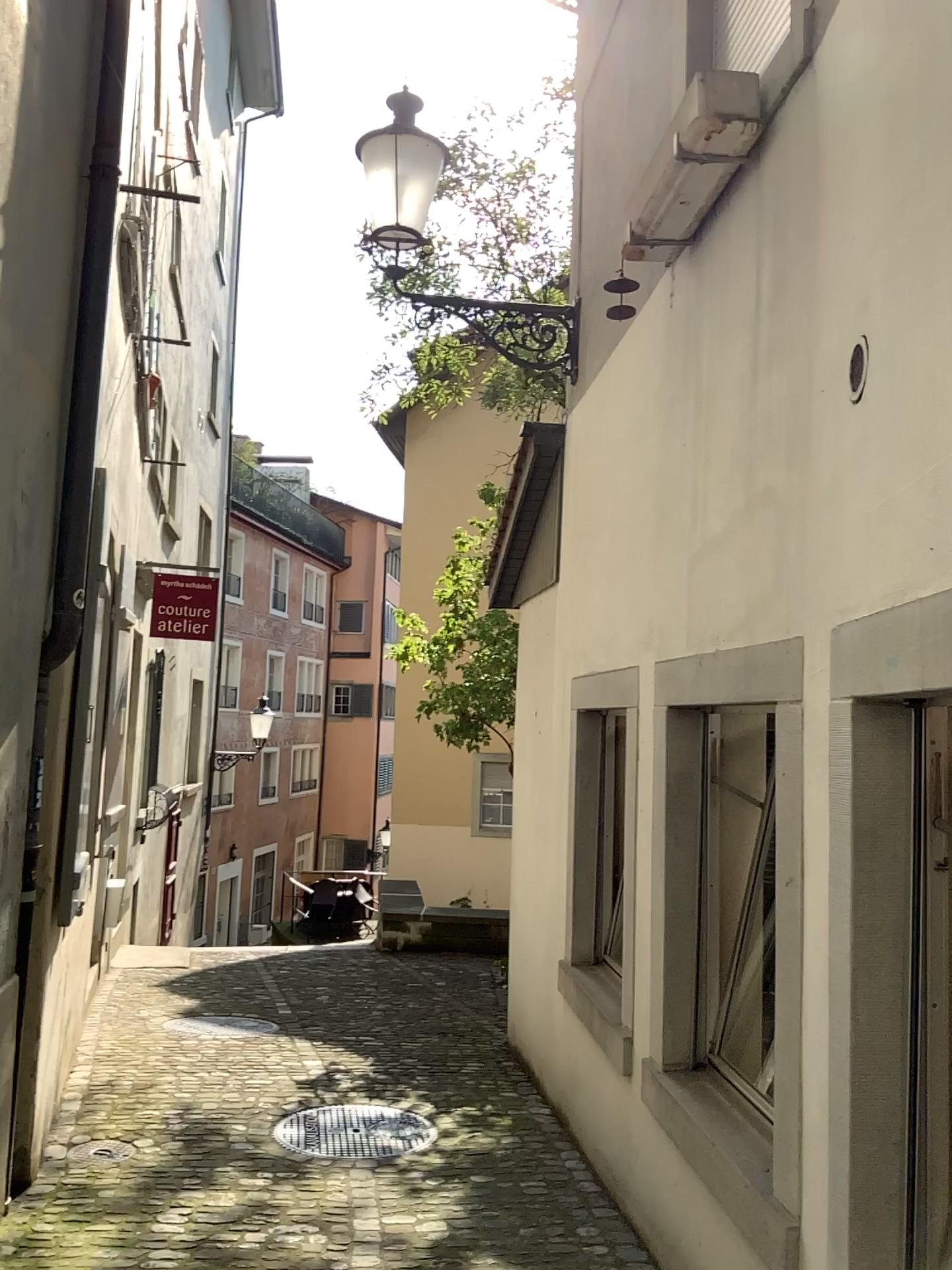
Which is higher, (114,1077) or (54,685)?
(54,685)
